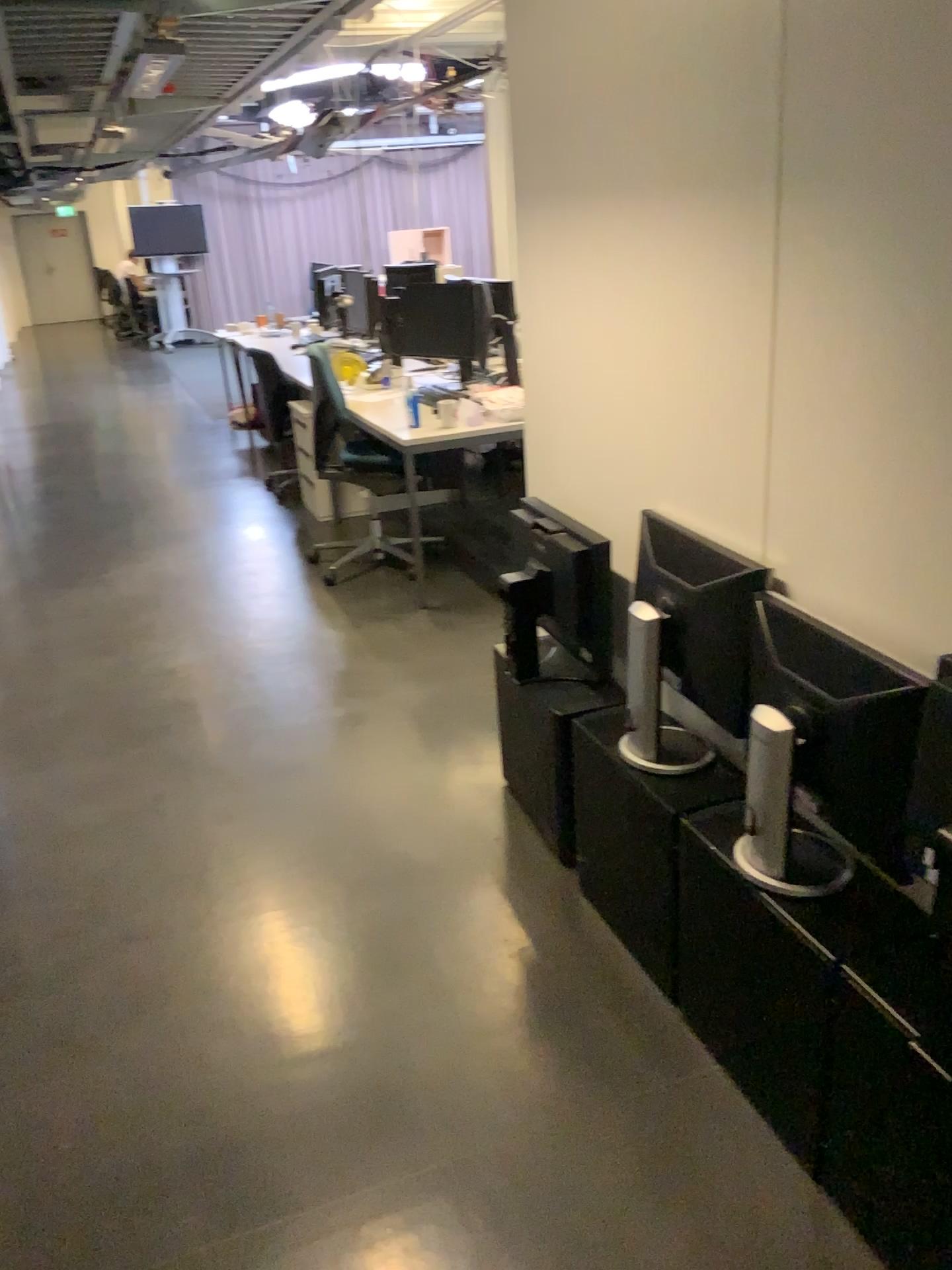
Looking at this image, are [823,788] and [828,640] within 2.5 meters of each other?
yes

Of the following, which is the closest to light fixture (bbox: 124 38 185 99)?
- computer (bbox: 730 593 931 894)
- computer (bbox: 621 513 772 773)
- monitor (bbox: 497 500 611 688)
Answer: monitor (bbox: 497 500 611 688)

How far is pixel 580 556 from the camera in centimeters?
252cm

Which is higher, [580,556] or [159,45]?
[159,45]

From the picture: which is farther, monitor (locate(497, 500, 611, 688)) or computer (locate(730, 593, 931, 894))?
monitor (locate(497, 500, 611, 688))

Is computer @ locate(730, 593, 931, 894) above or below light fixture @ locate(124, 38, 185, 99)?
below

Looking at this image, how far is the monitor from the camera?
2.52m

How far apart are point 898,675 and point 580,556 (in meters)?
1.02

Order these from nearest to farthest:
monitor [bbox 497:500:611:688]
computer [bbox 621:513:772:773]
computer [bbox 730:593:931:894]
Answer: computer [bbox 730:593:931:894]
computer [bbox 621:513:772:773]
monitor [bbox 497:500:611:688]

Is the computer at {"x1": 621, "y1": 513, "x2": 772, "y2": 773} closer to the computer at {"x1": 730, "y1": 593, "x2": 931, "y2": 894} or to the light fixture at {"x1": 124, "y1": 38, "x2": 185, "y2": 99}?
the computer at {"x1": 730, "y1": 593, "x2": 931, "y2": 894}
